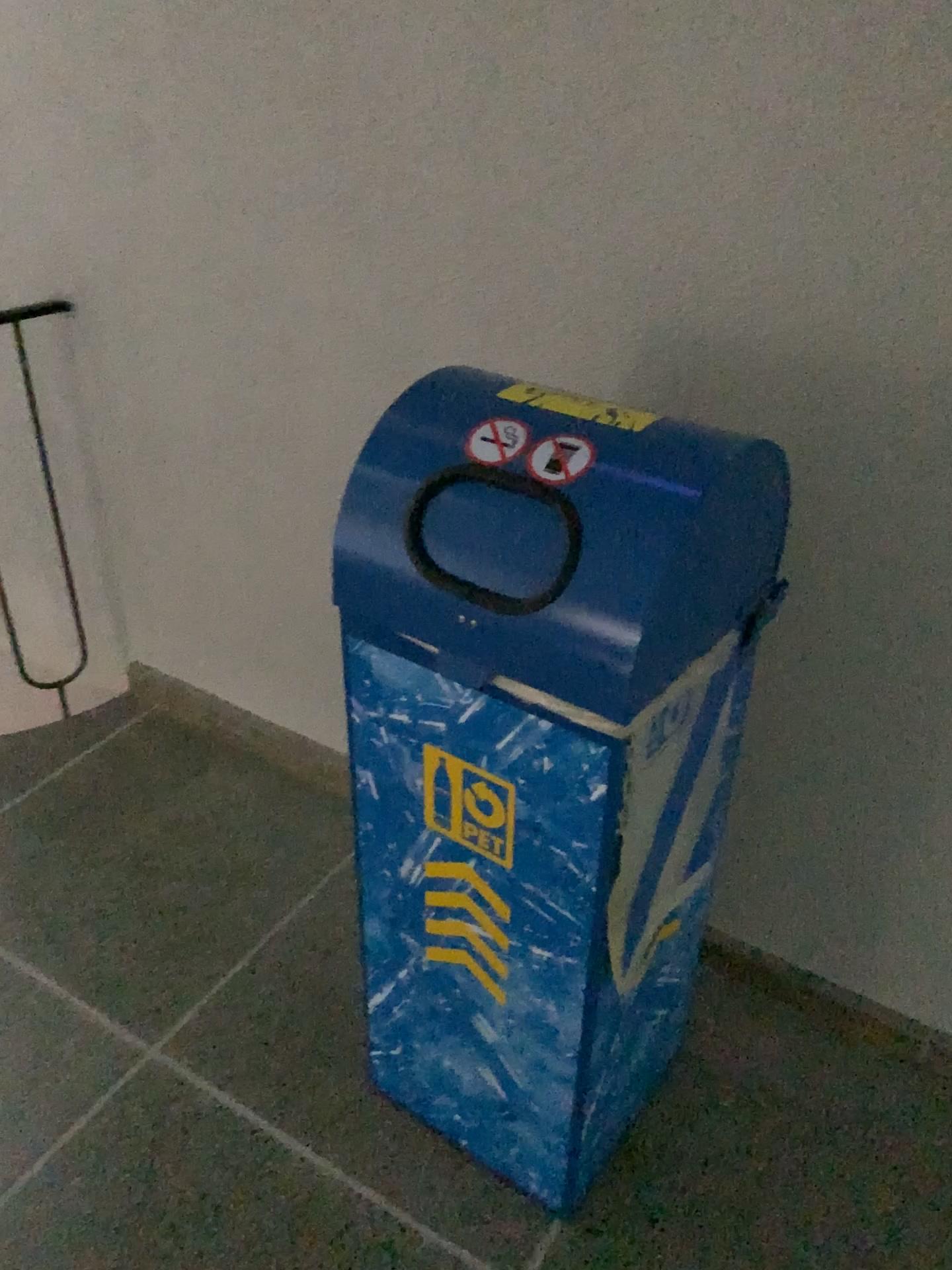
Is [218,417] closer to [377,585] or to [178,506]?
[178,506]

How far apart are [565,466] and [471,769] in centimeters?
36cm

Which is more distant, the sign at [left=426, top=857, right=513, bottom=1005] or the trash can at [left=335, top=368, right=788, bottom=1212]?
the sign at [left=426, top=857, right=513, bottom=1005]

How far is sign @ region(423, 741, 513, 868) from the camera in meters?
1.2 m

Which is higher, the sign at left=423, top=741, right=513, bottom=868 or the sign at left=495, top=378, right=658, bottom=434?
the sign at left=495, top=378, right=658, bottom=434

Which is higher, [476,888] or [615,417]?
[615,417]

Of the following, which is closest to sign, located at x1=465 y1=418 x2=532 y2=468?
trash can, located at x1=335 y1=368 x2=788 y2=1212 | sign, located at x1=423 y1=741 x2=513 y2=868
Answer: trash can, located at x1=335 y1=368 x2=788 y2=1212

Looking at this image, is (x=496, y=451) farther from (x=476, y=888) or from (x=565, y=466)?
(x=476, y=888)

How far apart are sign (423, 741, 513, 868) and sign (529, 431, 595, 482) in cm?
34

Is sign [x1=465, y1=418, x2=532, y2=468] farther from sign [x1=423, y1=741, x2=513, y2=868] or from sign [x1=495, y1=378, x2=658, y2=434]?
sign [x1=423, y1=741, x2=513, y2=868]
